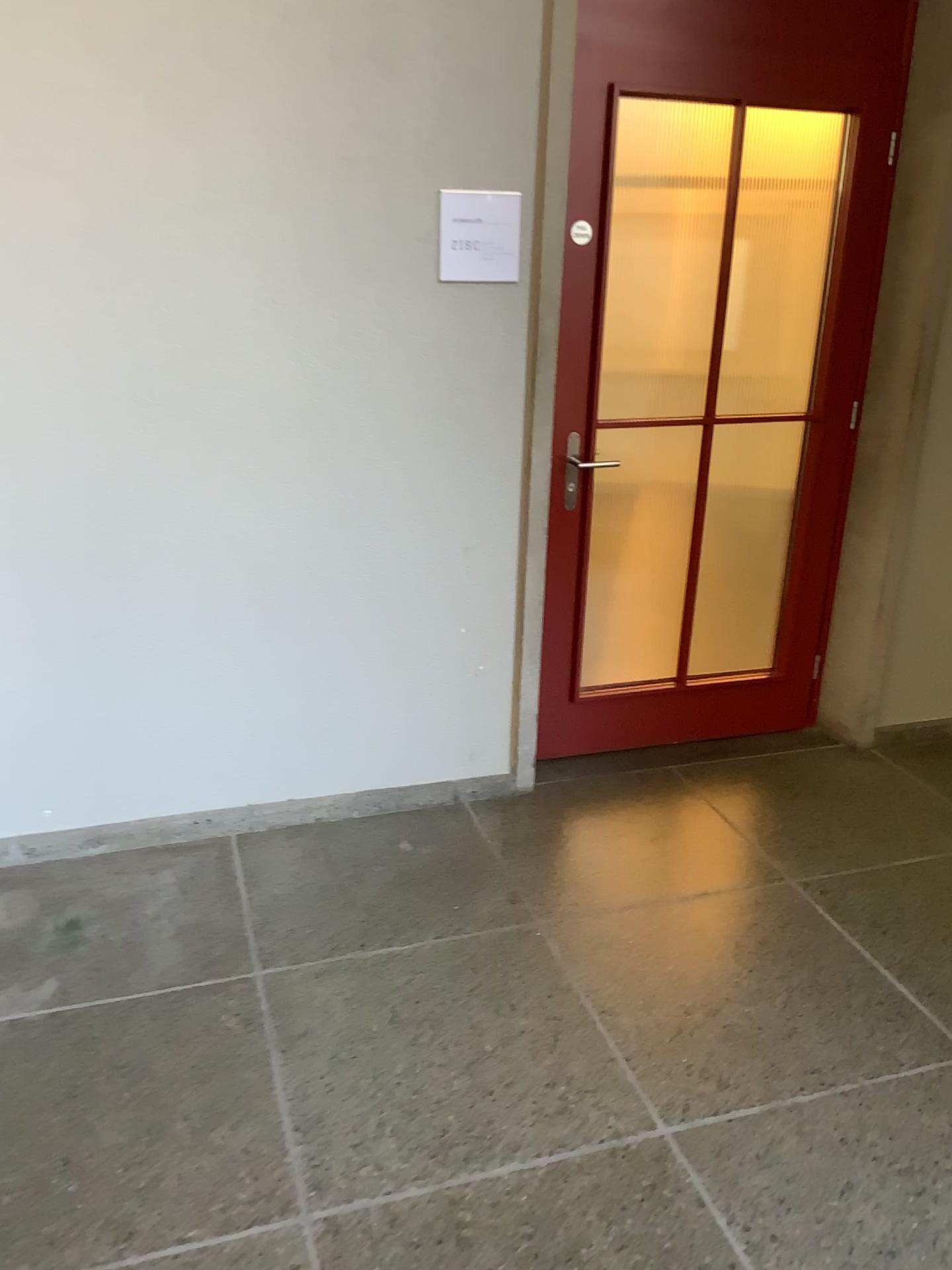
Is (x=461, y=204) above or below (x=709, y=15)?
below

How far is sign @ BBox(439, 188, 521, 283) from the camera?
2.62m

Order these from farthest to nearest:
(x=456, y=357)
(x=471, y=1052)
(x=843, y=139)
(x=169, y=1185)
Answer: (x=843, y=139) < (x=456, y=357) < (x=471, y=1052) < (x=169, y=1185)

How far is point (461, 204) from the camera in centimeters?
262cm

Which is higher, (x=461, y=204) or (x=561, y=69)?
(x=561, y=69)
